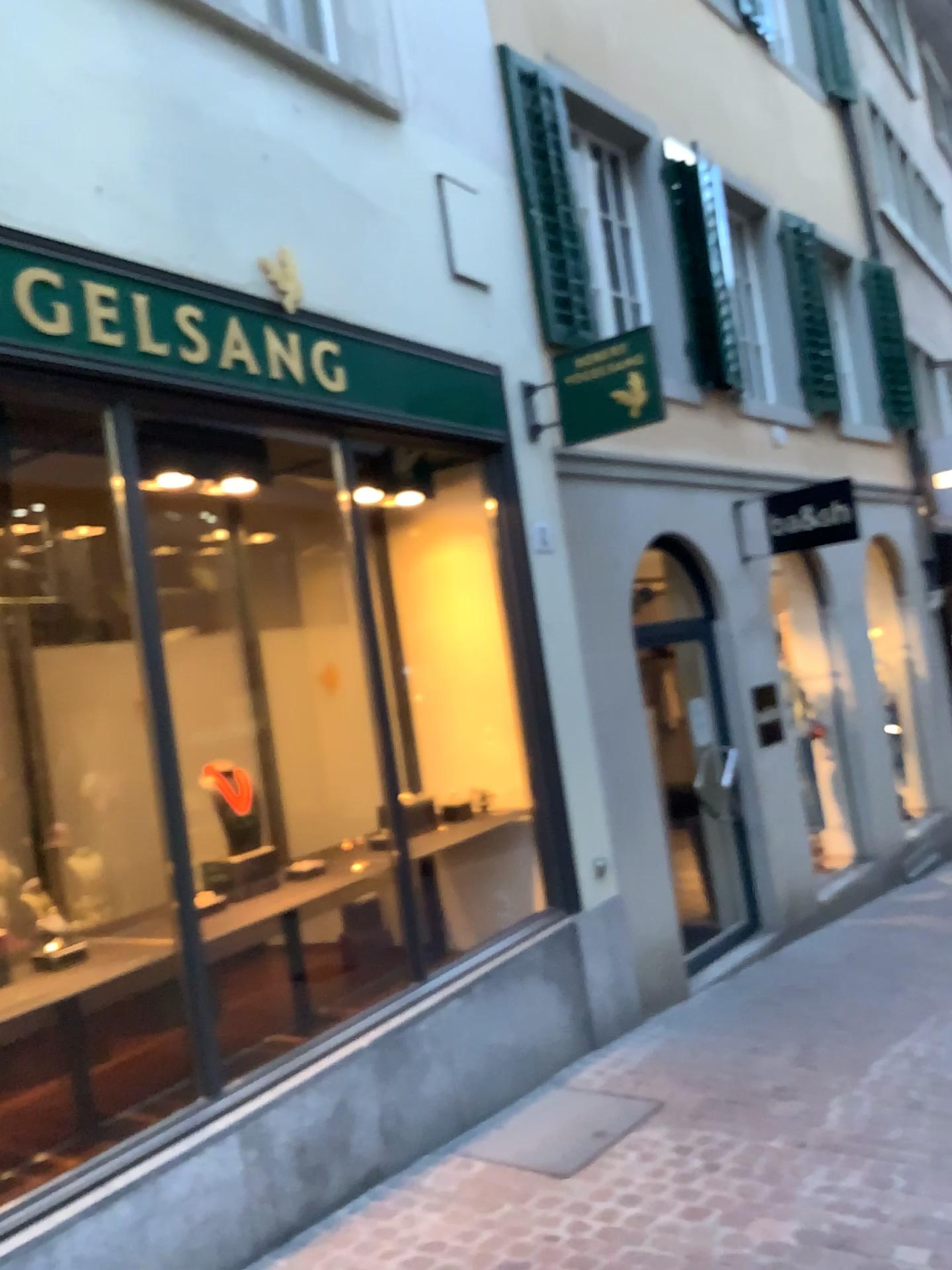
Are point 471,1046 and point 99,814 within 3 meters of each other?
yes
